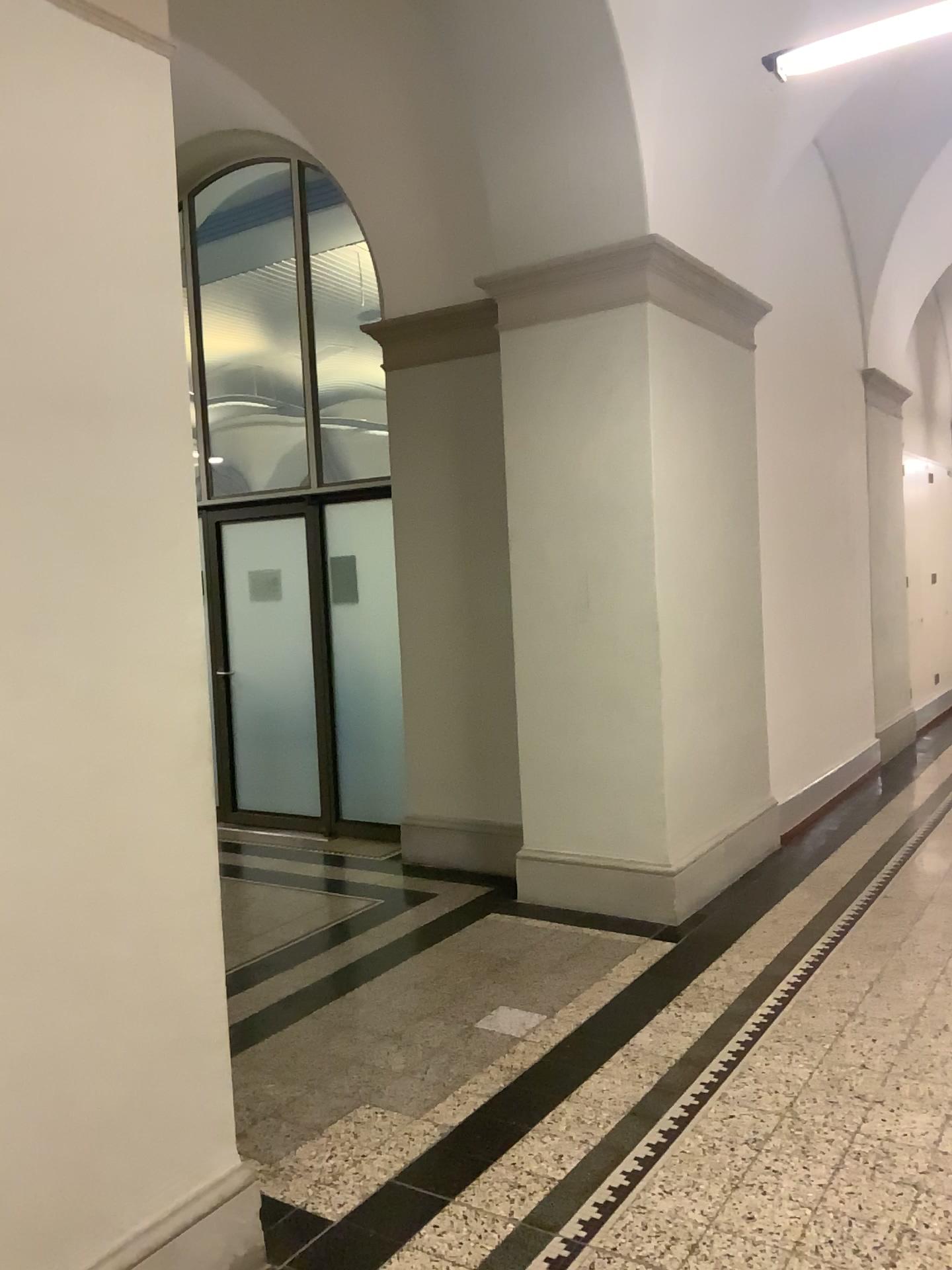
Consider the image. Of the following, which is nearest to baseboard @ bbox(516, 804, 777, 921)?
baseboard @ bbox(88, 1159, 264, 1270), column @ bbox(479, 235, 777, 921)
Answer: column @ bbox(479, 235, 777, 921)

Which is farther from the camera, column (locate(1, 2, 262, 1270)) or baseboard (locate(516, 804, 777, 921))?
baseboard (locate(516, 804, 777, 921))

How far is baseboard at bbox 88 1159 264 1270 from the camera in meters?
2.2

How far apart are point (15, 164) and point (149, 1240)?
2.2 meters

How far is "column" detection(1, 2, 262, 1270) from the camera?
2.0m

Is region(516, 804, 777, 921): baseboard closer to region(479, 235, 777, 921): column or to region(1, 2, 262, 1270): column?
region(479, 235, 777, 921): column

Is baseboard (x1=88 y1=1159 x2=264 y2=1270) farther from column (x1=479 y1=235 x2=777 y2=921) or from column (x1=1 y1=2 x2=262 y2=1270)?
column (x1=479 y1=235 x2=777 y2=921)

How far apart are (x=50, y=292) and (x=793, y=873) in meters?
4.3 m

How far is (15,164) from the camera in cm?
200

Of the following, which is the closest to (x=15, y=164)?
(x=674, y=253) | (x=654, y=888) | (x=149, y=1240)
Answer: (x=149, y=1240)
